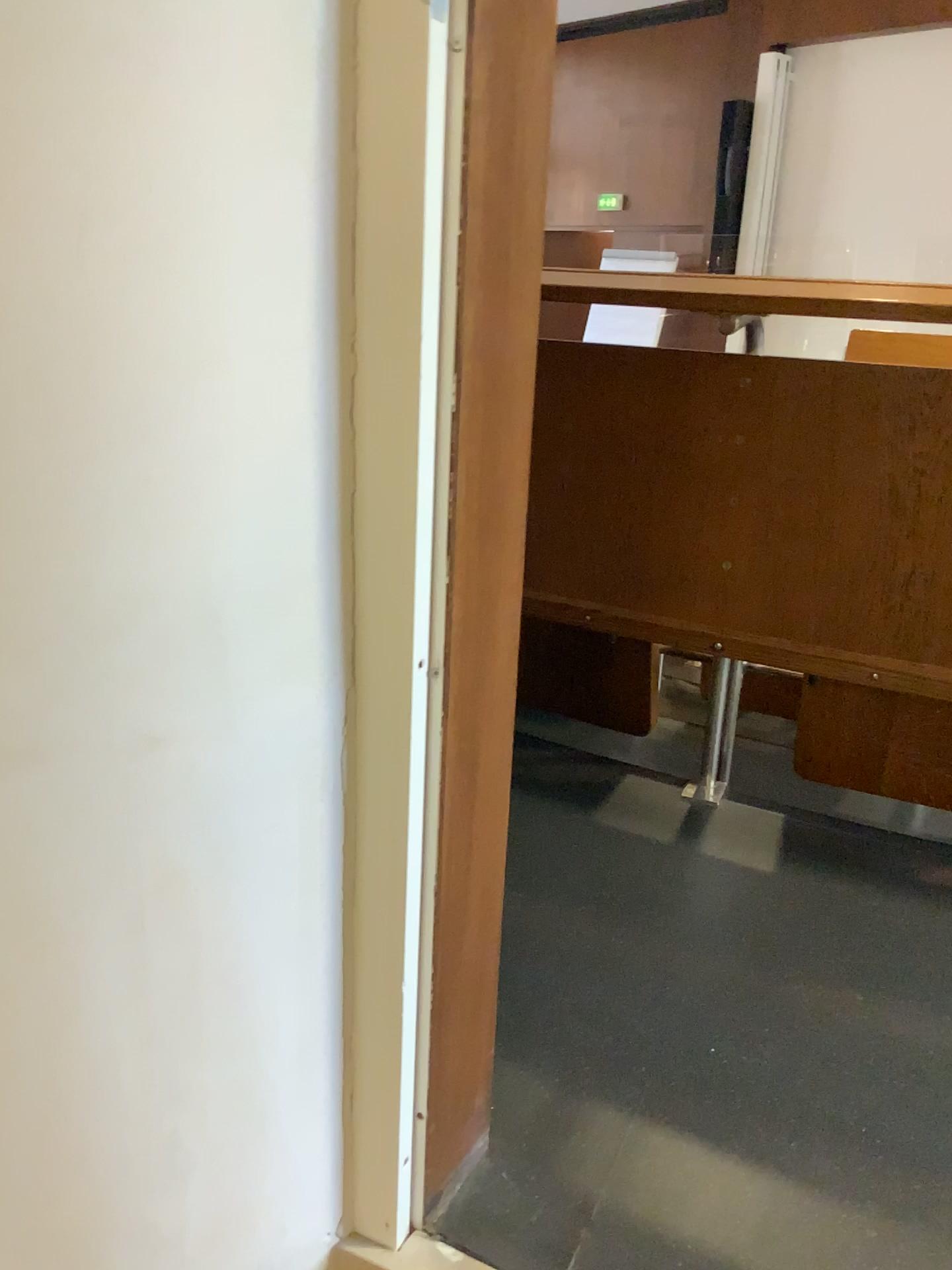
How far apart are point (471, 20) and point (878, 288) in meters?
0.8

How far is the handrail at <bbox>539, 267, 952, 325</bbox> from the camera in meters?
1.3

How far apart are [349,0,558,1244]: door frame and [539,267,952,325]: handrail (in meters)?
0.66

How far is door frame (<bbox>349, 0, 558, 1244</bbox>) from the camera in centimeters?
61cm

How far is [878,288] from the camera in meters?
1.3

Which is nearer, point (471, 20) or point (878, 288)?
point (471, 20)

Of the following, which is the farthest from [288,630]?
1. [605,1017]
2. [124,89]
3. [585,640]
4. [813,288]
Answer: [585,640]

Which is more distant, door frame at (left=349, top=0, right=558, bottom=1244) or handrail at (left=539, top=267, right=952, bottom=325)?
handrail at (left=539, top=267, right=952, bottom=325)
